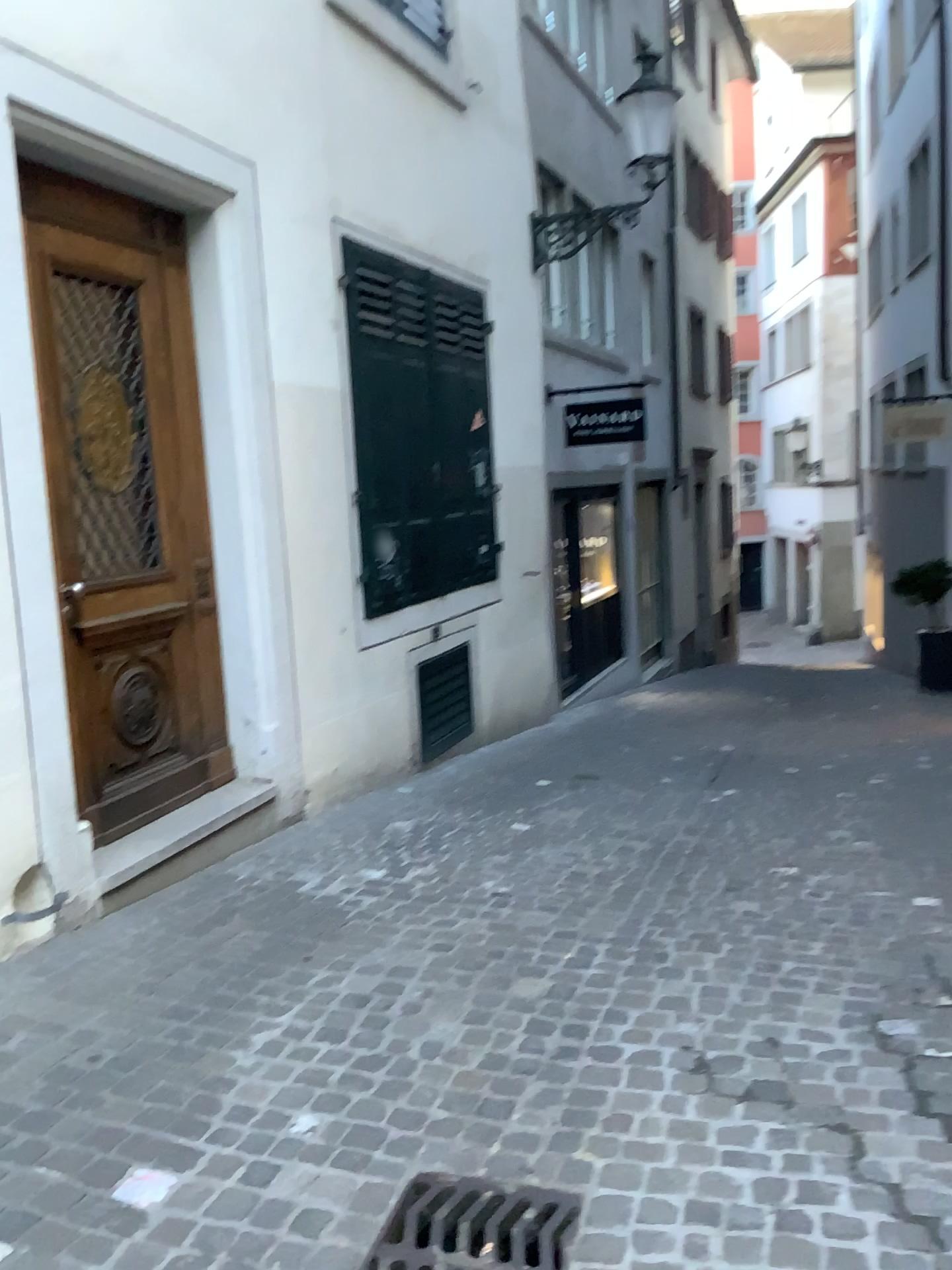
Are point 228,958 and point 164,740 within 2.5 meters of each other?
yes

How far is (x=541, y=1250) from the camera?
2.03m

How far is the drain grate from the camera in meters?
2.0
